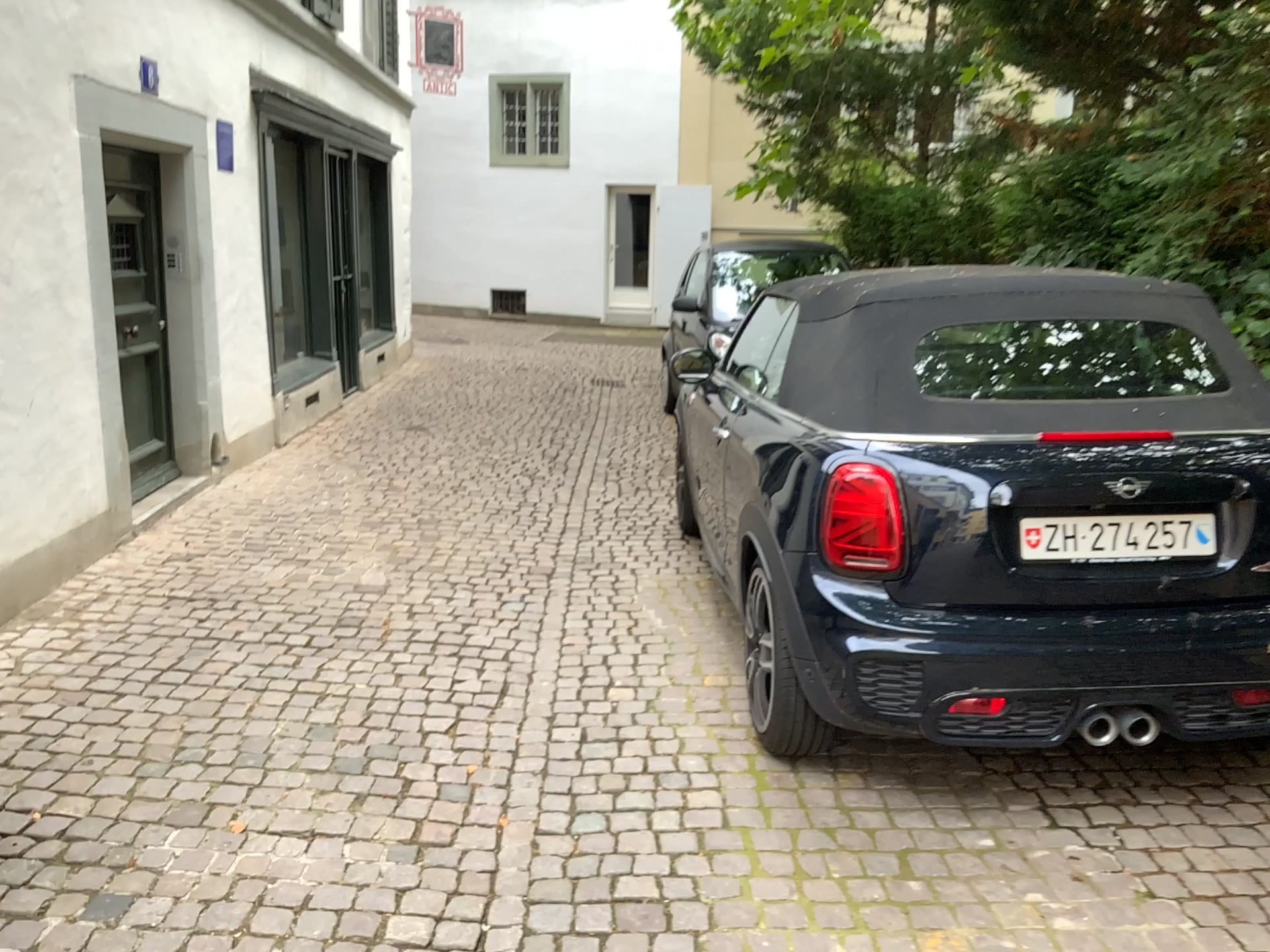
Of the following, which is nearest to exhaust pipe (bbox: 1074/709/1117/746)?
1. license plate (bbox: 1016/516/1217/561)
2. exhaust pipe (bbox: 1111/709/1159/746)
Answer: exhaust pipe (bbox: 1111/709/1159/746)

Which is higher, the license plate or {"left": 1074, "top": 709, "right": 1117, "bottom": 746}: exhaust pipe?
the license plate

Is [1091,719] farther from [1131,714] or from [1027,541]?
[1027,541]

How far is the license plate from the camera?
2.62m

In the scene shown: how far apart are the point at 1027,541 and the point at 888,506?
0.34m

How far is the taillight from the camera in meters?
2.7 m

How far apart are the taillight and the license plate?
0.32m

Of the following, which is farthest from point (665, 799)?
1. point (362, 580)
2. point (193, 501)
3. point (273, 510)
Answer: point (193, 501)

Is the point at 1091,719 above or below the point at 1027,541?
below

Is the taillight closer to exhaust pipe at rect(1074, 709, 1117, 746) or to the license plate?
the license plate
